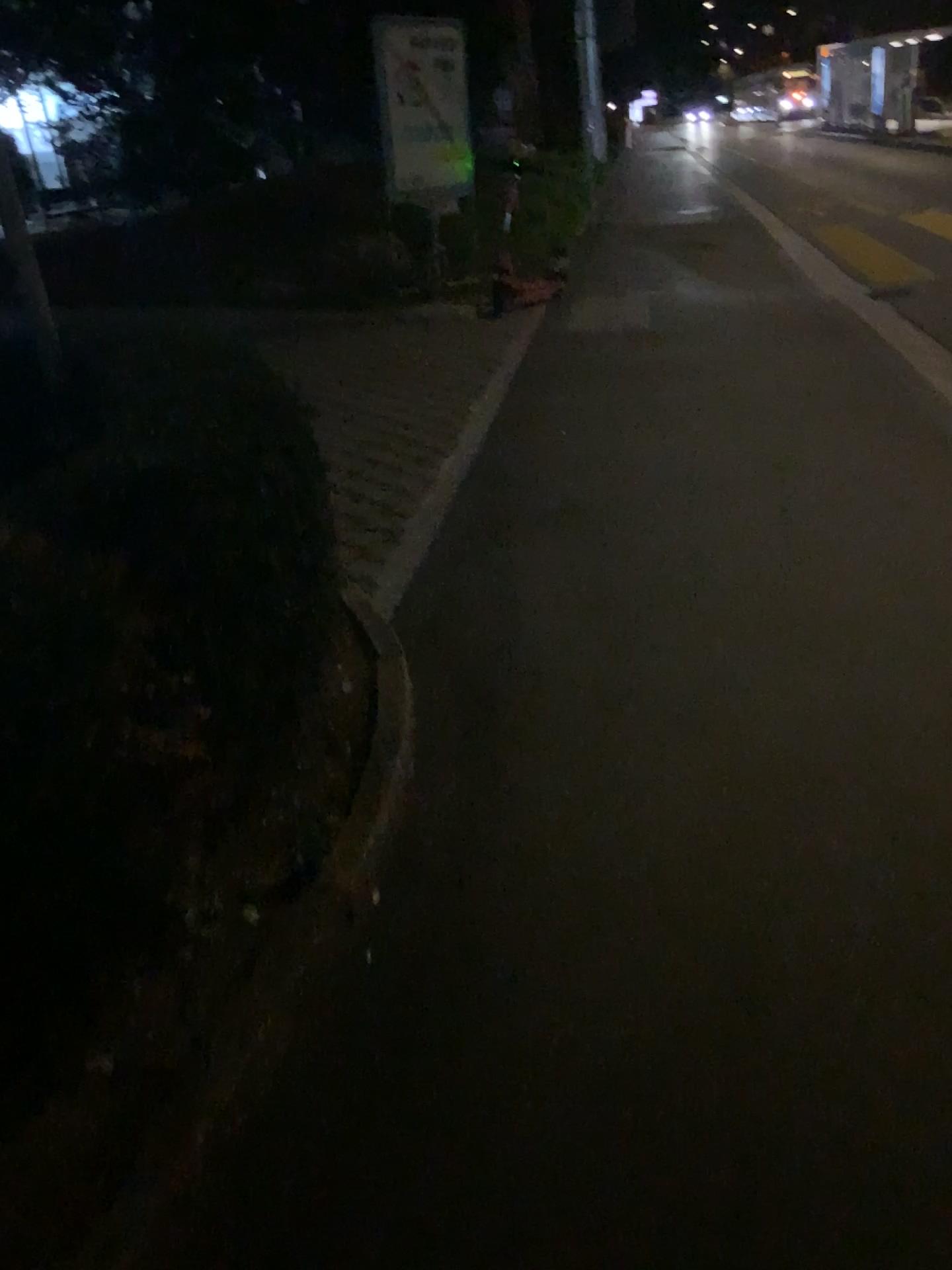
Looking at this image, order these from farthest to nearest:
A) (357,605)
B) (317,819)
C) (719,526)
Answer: (719,526) < (357,605) < (317,819)
